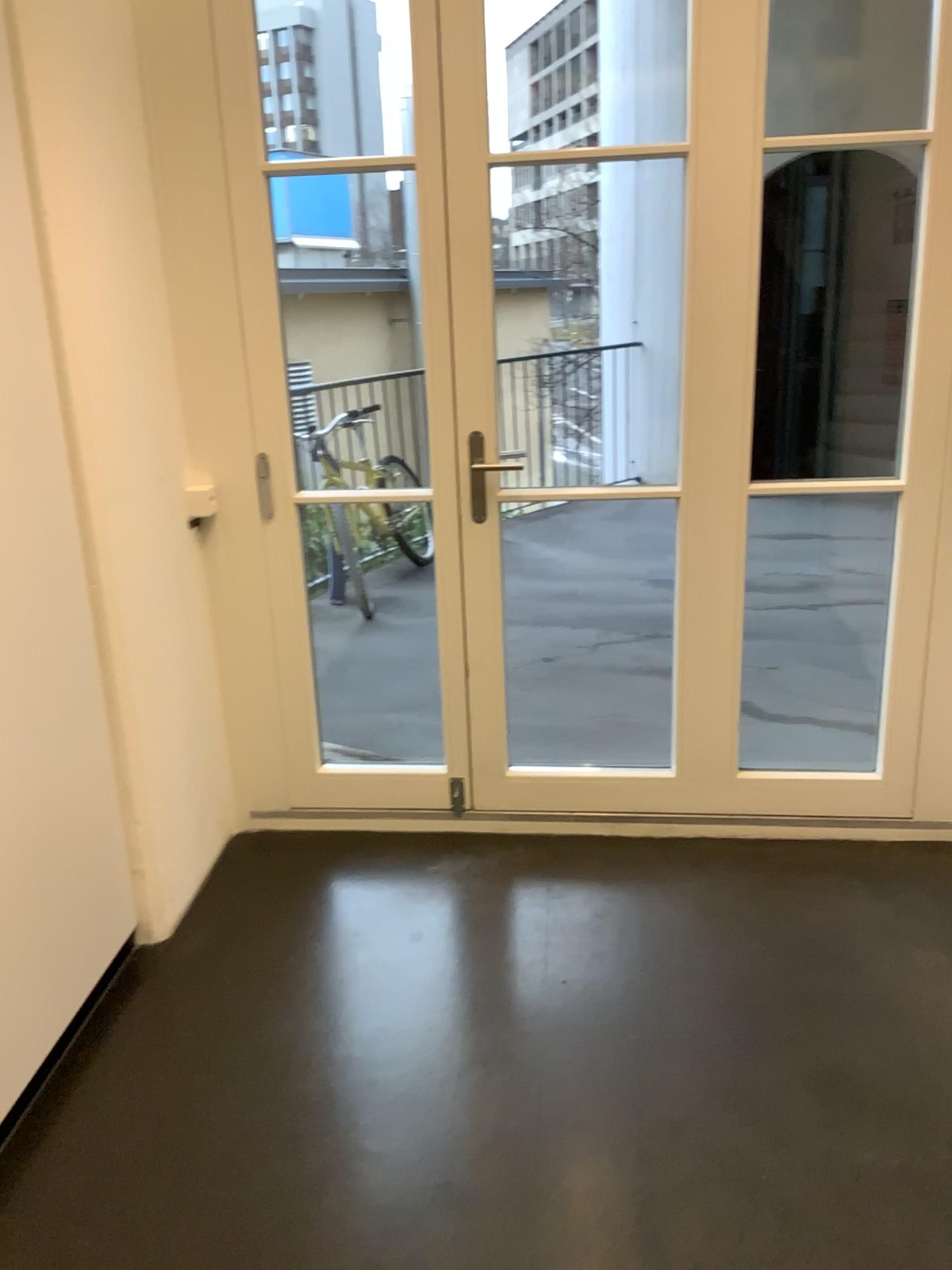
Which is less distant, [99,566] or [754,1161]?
[754,1161]
